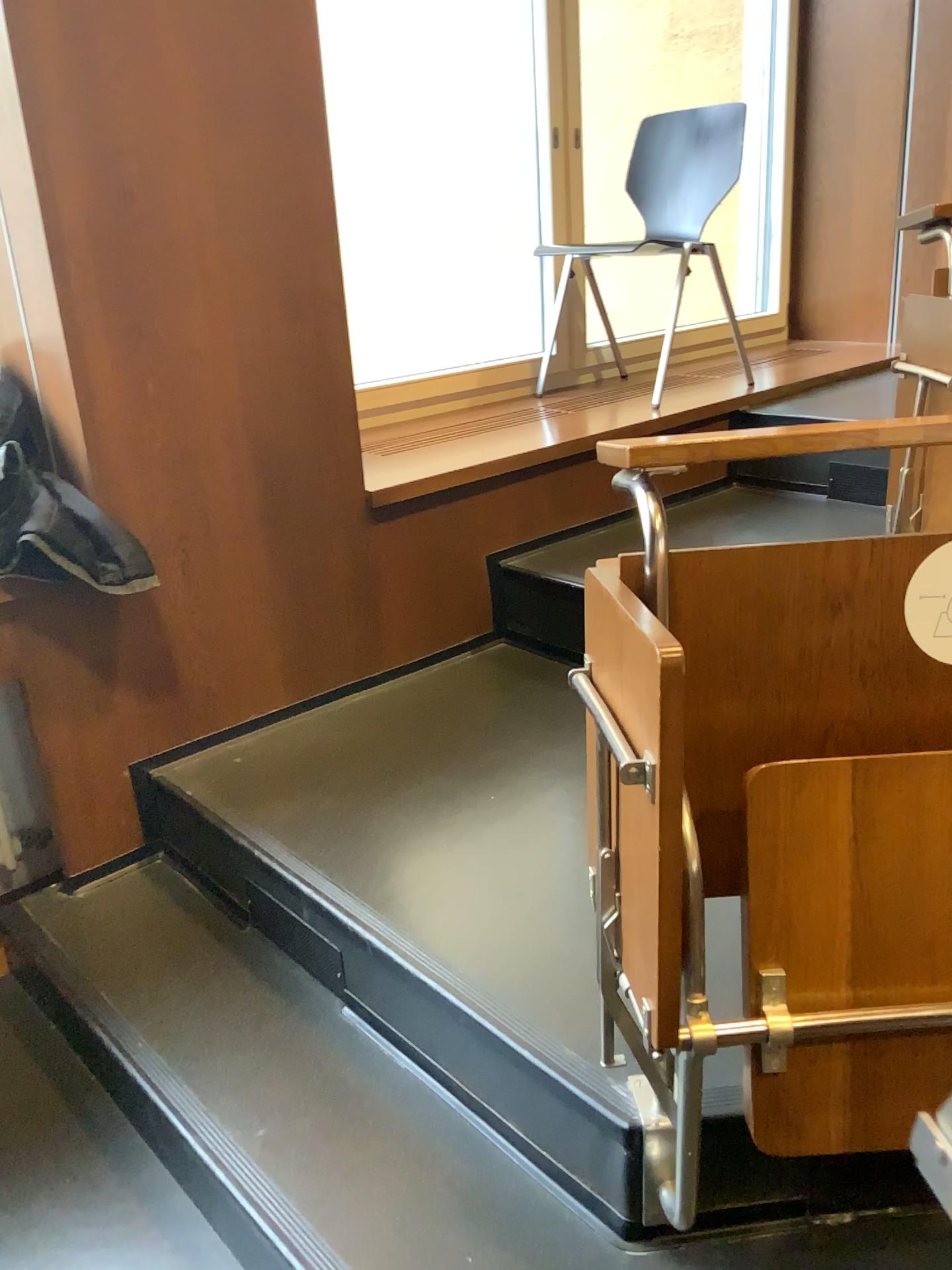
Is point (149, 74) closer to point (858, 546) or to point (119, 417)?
point (119, 417)

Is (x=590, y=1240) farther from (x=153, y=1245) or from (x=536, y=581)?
(x=536, y=581)

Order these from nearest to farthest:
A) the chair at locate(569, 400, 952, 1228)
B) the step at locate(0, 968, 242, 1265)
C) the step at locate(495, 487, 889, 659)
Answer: the chair at locate(569, 400, 952, 1228)
the step at locate(0, 968, 242, 1265)
the step at locate(495, 487, 889, 659)

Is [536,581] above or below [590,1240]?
above

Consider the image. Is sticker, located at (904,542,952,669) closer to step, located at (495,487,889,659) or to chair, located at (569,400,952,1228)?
chair, located at (569,400,952,1228)

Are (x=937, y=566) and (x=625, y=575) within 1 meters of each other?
yes

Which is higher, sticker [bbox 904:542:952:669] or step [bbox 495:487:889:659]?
sticker [bbox 904:542:952:669]

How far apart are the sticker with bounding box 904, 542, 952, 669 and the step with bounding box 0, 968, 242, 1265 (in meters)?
1.22

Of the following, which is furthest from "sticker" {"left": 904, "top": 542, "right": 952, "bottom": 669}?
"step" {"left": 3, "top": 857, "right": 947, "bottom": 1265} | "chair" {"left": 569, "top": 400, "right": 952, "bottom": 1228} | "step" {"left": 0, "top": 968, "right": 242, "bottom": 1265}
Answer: "step" {"left": 0, "top": 968, "right": 242, "bottom": 1265}

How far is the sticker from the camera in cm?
108
